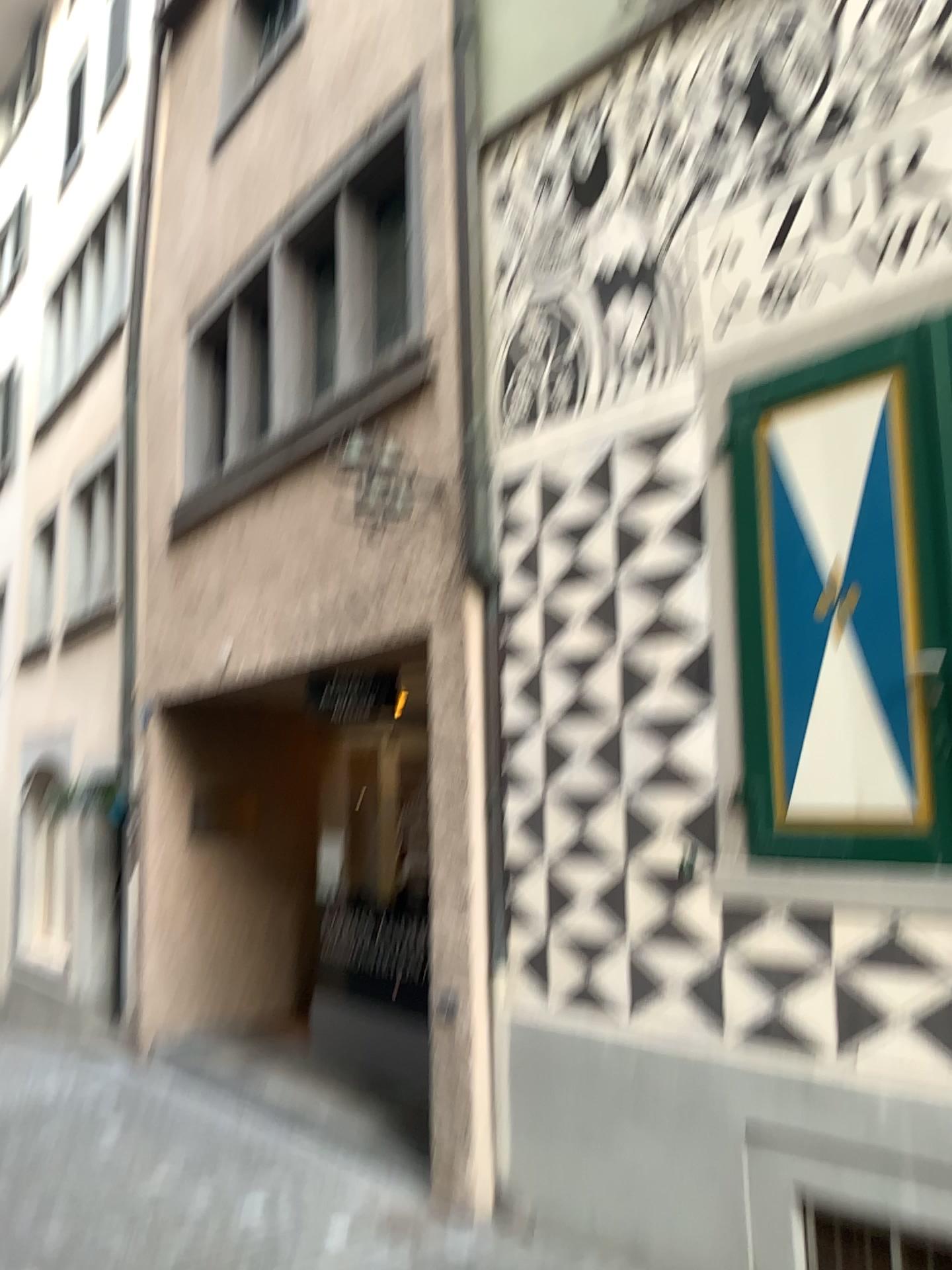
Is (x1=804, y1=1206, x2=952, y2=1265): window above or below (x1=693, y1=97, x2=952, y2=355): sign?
below

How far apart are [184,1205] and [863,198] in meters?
4.6 m

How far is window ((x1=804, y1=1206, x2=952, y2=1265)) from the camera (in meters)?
2.96

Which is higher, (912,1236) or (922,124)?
(922,124)

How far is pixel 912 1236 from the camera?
3.0 meters
